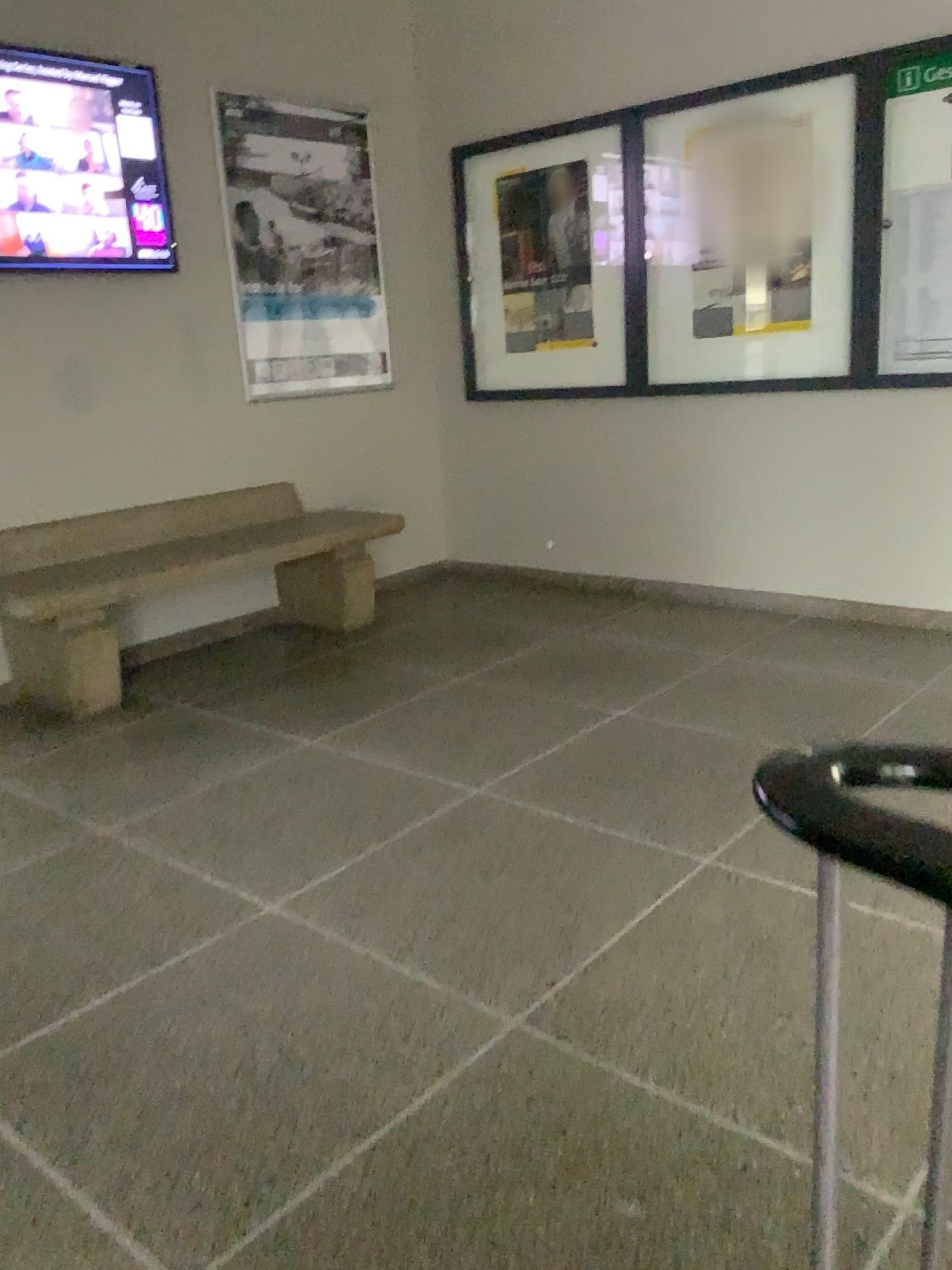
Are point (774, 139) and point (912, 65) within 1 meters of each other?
yes

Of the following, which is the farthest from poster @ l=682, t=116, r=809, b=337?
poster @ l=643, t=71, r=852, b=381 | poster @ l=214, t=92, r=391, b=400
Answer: poster @ l=214, t=92, r=391, b=400

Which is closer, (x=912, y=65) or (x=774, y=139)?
(x=912, y=65)

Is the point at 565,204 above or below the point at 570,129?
below

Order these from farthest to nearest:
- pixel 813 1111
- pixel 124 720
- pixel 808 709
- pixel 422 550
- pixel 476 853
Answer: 1. pixel 422 550
2. pixel 124 720
3. pixel 808 709
4. pixel 476 853
5. pixel 813 1111

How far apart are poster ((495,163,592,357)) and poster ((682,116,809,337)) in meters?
0.5

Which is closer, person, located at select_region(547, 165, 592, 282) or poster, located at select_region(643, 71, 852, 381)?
poster, located at select_region(643, 71, 852, 381)

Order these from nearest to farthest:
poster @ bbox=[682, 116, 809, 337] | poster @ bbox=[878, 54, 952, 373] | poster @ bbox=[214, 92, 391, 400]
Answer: poster @ bbox=[878, 54, 952, 373]
poster @ bbox=[682, 116, 809, 337]
poster @ bbox=[214, 92, 391, 400]

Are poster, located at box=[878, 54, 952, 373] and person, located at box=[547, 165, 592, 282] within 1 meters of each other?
no

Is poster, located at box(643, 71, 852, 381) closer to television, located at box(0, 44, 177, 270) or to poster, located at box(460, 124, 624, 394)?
poster, located at box(460, 124, 624, 394)
